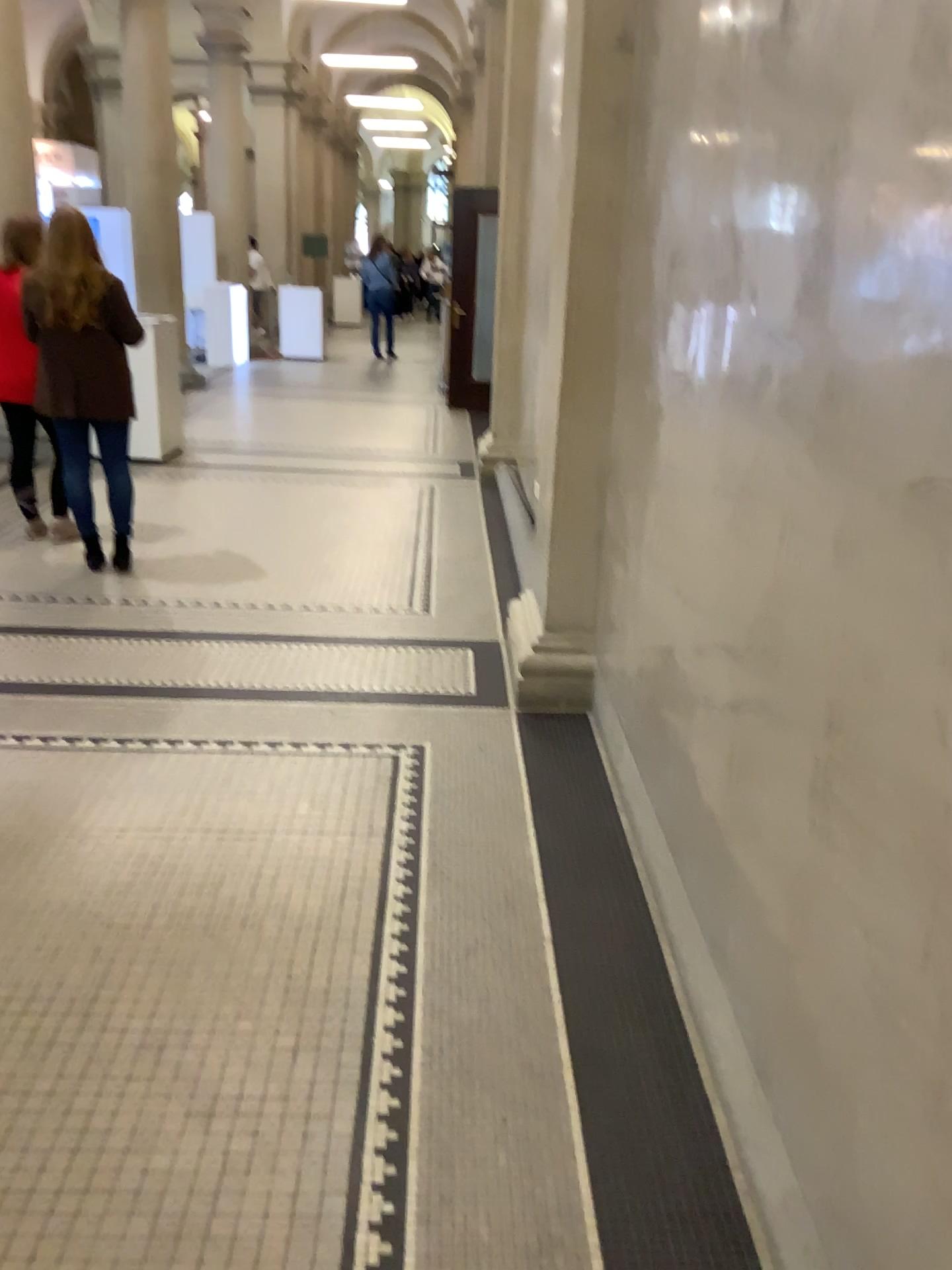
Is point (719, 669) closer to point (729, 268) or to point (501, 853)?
point (729, 268)
